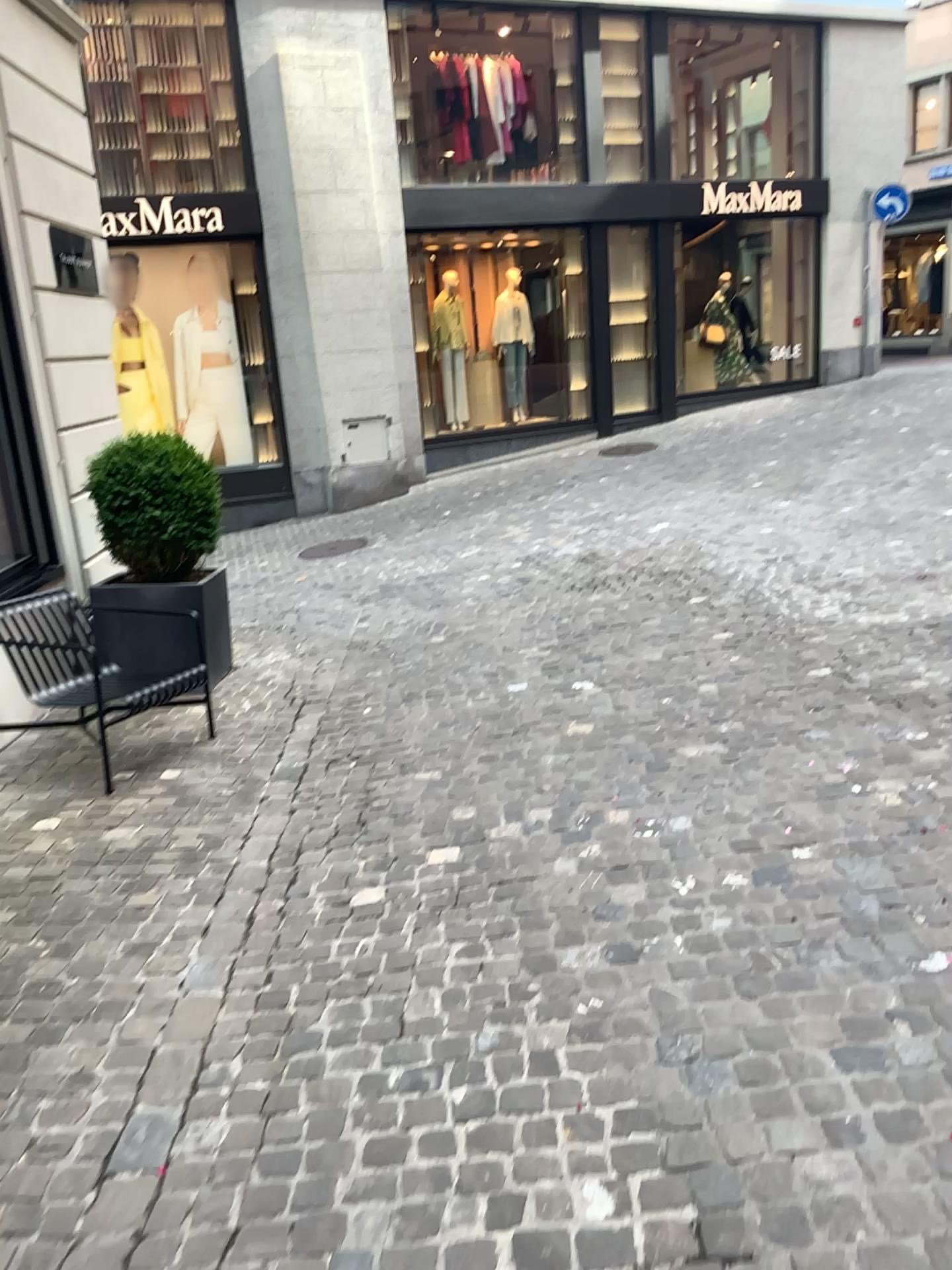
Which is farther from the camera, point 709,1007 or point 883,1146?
point 709,1007
